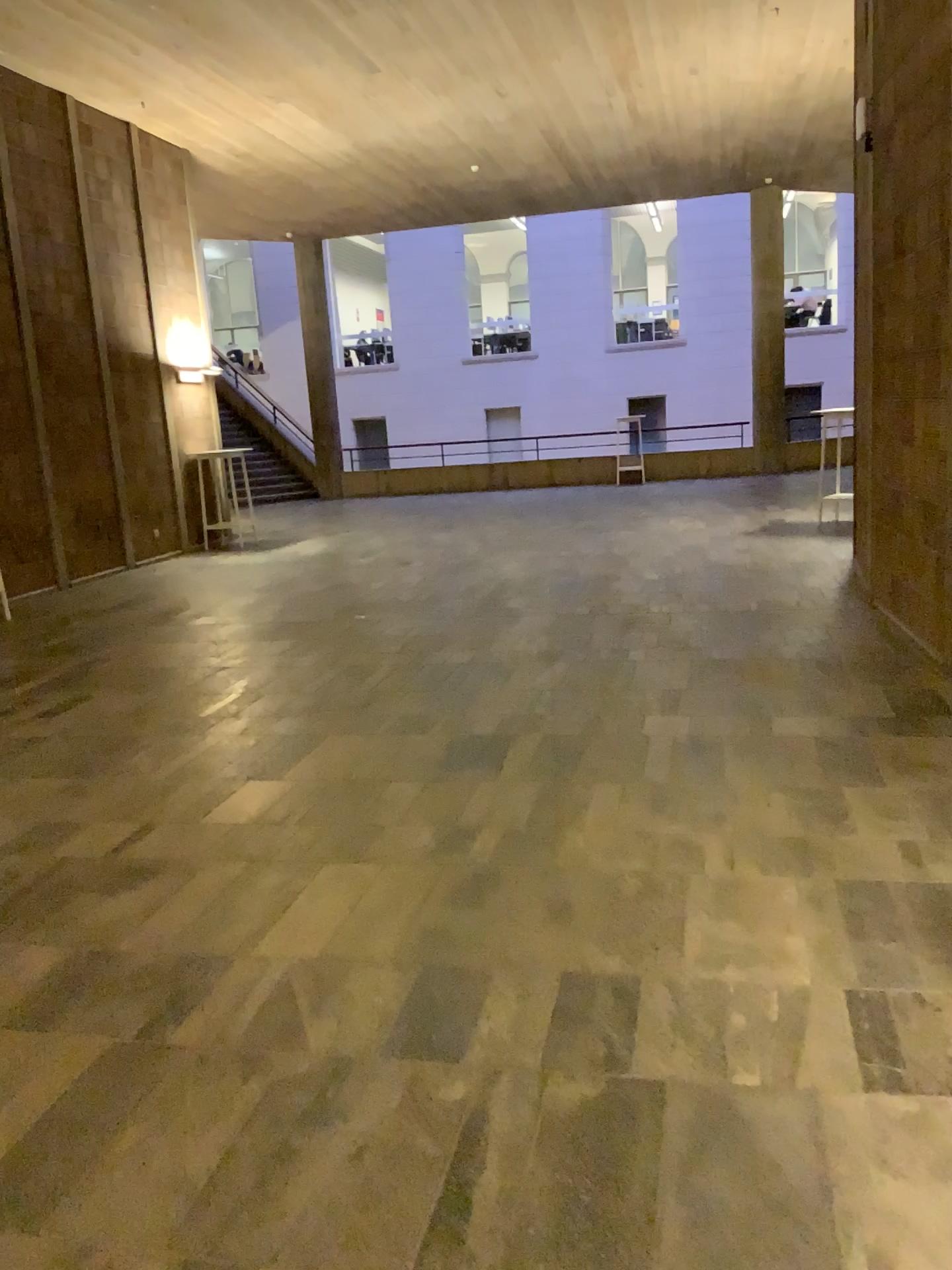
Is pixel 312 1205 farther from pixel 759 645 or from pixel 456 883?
pixel 759 645
